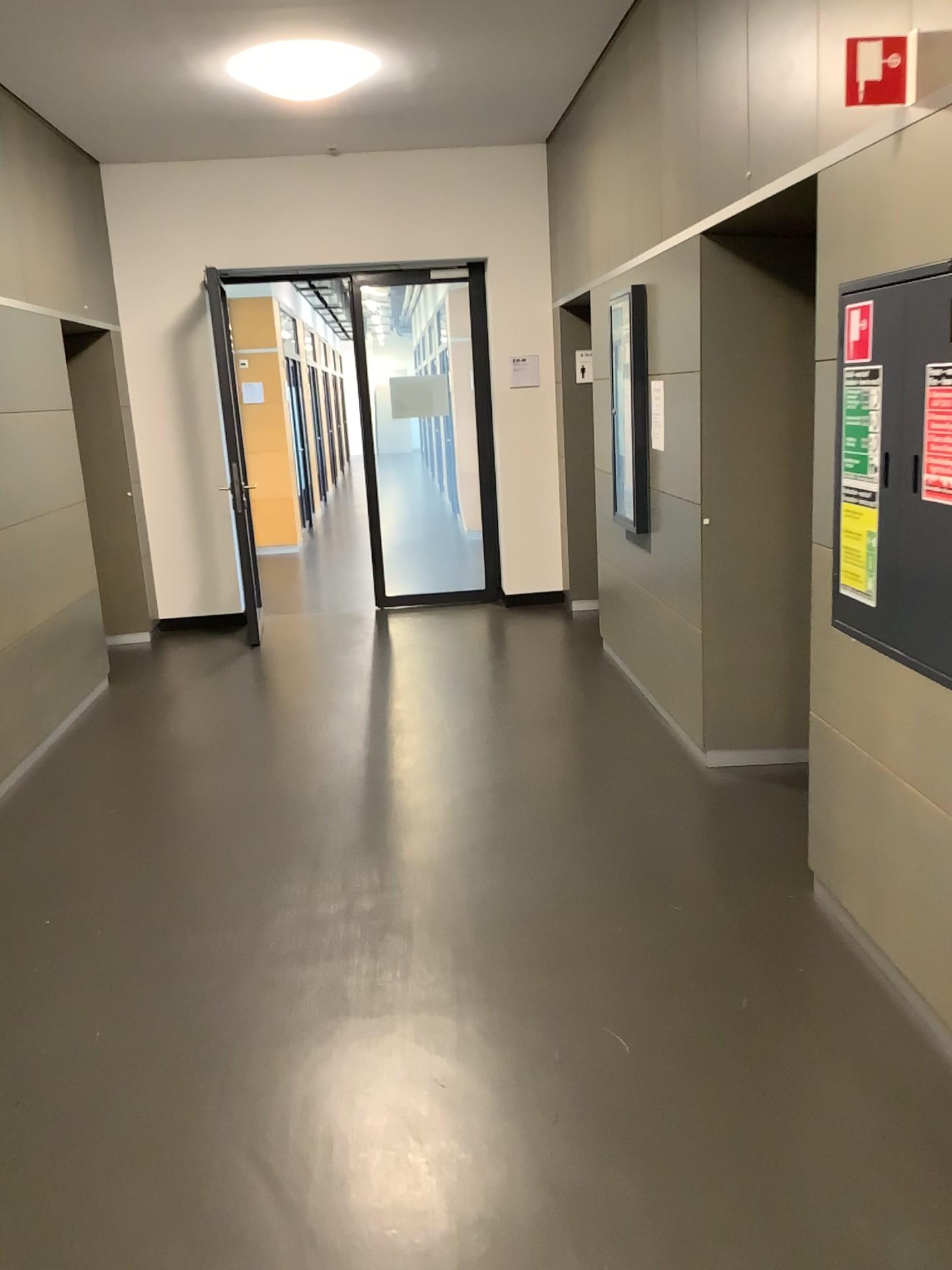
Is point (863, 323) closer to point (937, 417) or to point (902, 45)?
point (937, 417)

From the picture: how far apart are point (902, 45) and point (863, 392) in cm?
75

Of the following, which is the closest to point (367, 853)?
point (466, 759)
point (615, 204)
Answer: point (466, 759)

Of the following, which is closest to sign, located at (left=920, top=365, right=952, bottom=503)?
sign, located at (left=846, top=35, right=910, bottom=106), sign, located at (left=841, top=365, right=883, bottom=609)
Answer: sign, located at (left=841, top=365, right=883, bottom=609)

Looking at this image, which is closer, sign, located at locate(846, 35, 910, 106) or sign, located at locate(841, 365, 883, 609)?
sign, located at locate(846, 35, 910, 106)

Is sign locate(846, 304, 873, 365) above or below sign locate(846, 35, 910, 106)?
below

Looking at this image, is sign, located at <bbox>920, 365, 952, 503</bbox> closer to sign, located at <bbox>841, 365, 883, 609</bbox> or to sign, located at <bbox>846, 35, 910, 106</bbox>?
sign, located at <bbox>841, 365, 883, 609</bbox>

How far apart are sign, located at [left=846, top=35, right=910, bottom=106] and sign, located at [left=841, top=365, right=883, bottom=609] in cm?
59

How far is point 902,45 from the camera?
2.3 meters

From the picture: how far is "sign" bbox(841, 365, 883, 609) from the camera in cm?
259
